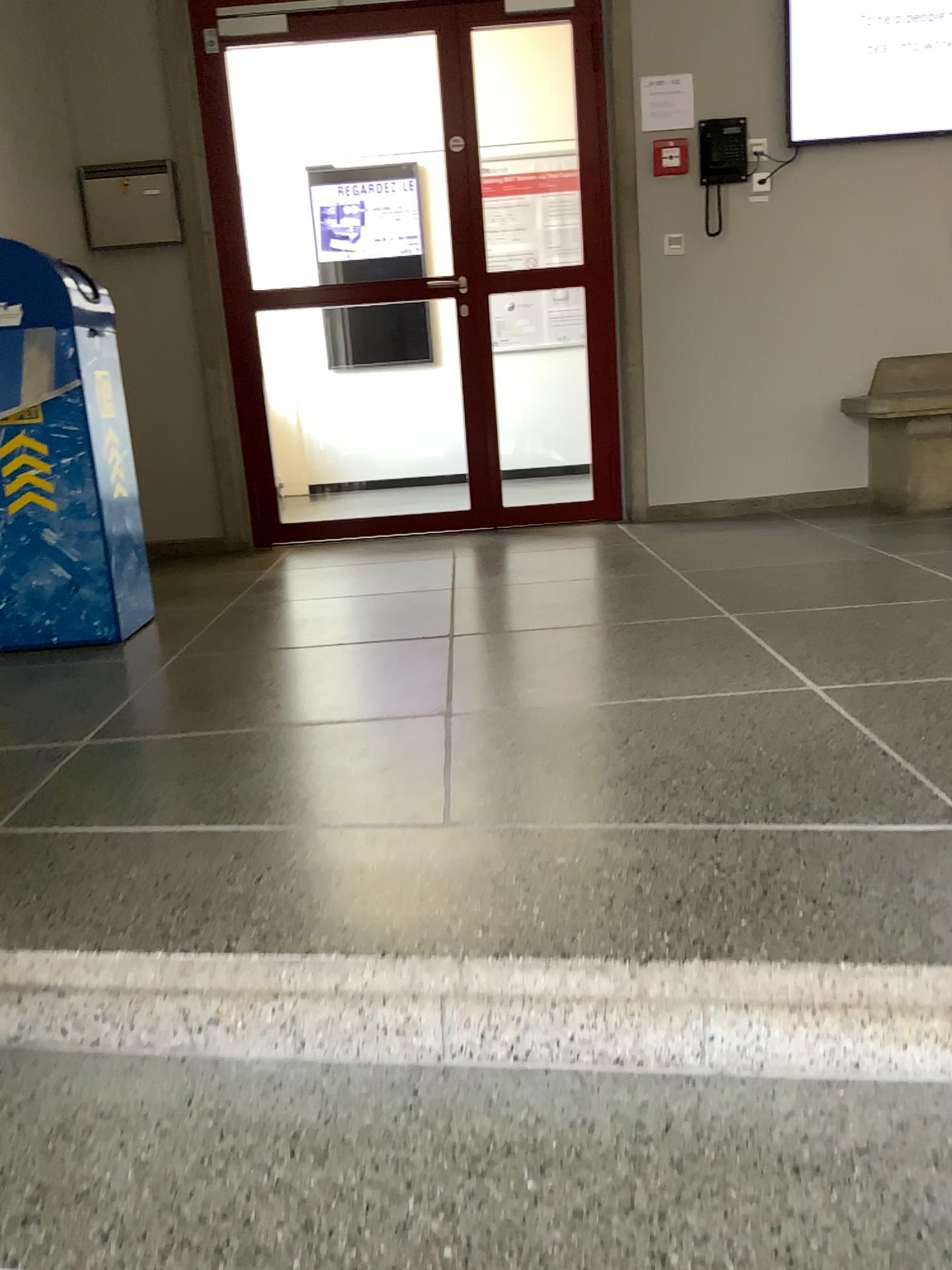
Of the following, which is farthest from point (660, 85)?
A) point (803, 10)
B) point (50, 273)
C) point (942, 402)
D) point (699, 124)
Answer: point (50, 273)

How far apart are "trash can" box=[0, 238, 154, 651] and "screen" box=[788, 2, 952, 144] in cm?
298

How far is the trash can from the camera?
2.8m

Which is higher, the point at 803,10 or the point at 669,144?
the point at 803,10

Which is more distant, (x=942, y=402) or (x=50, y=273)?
(x=942, y=402)

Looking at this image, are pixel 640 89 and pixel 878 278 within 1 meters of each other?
no

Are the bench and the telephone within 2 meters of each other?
yes

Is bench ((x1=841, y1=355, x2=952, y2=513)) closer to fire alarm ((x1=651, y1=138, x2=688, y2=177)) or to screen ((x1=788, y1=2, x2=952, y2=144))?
screen ((x1=788, y1=2, x2=952, y2=144))

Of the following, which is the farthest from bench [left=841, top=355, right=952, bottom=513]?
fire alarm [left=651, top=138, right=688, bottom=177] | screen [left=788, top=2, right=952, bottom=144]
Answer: fire alarm [left=651, top=138, right=688, bottom=177]

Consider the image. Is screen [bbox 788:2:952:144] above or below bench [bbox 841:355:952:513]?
above
